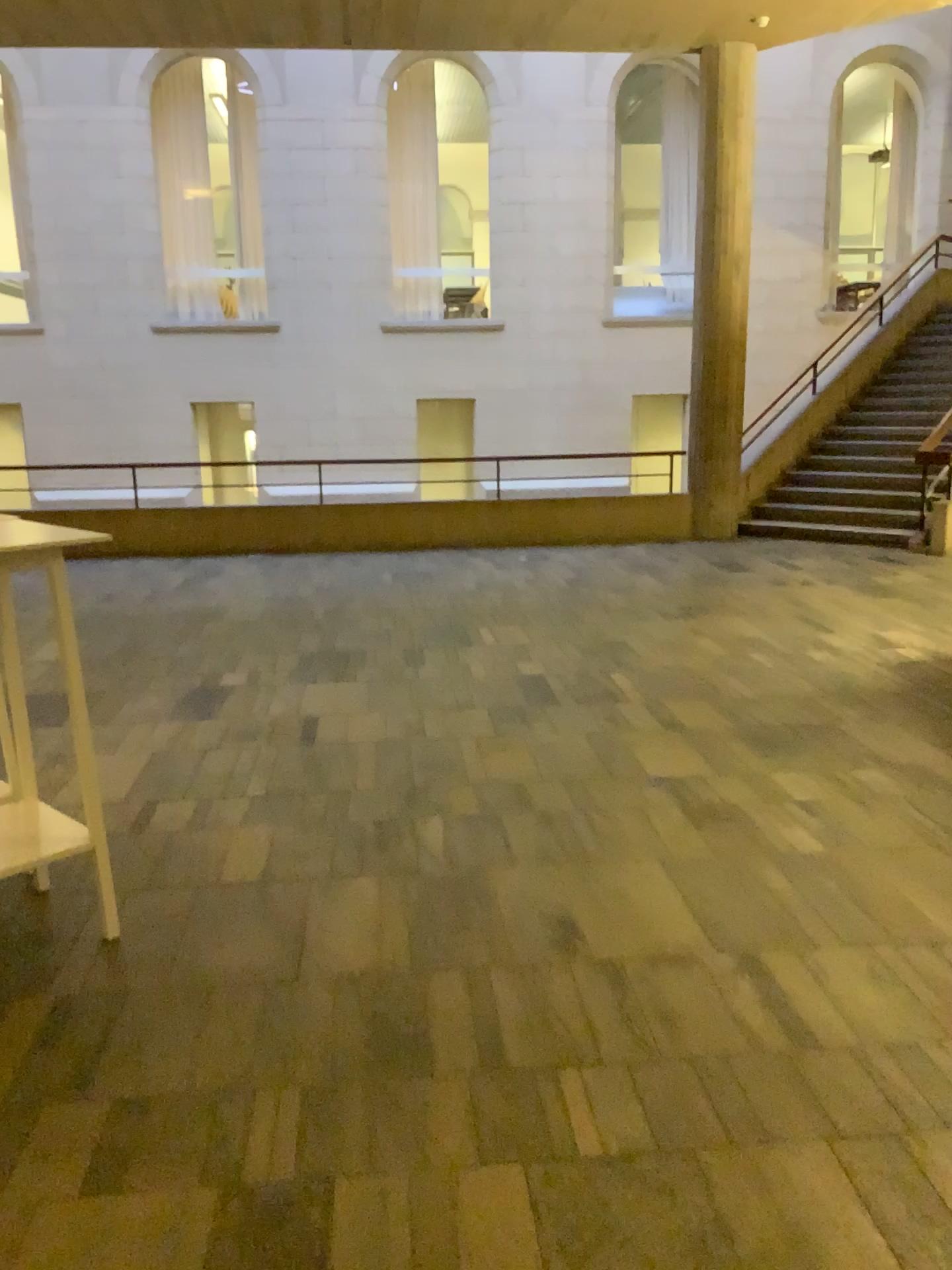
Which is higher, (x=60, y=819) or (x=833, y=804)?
(x=60, y=819)

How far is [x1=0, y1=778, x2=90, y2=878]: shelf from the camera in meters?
3.0 m

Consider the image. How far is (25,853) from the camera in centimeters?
298cm
